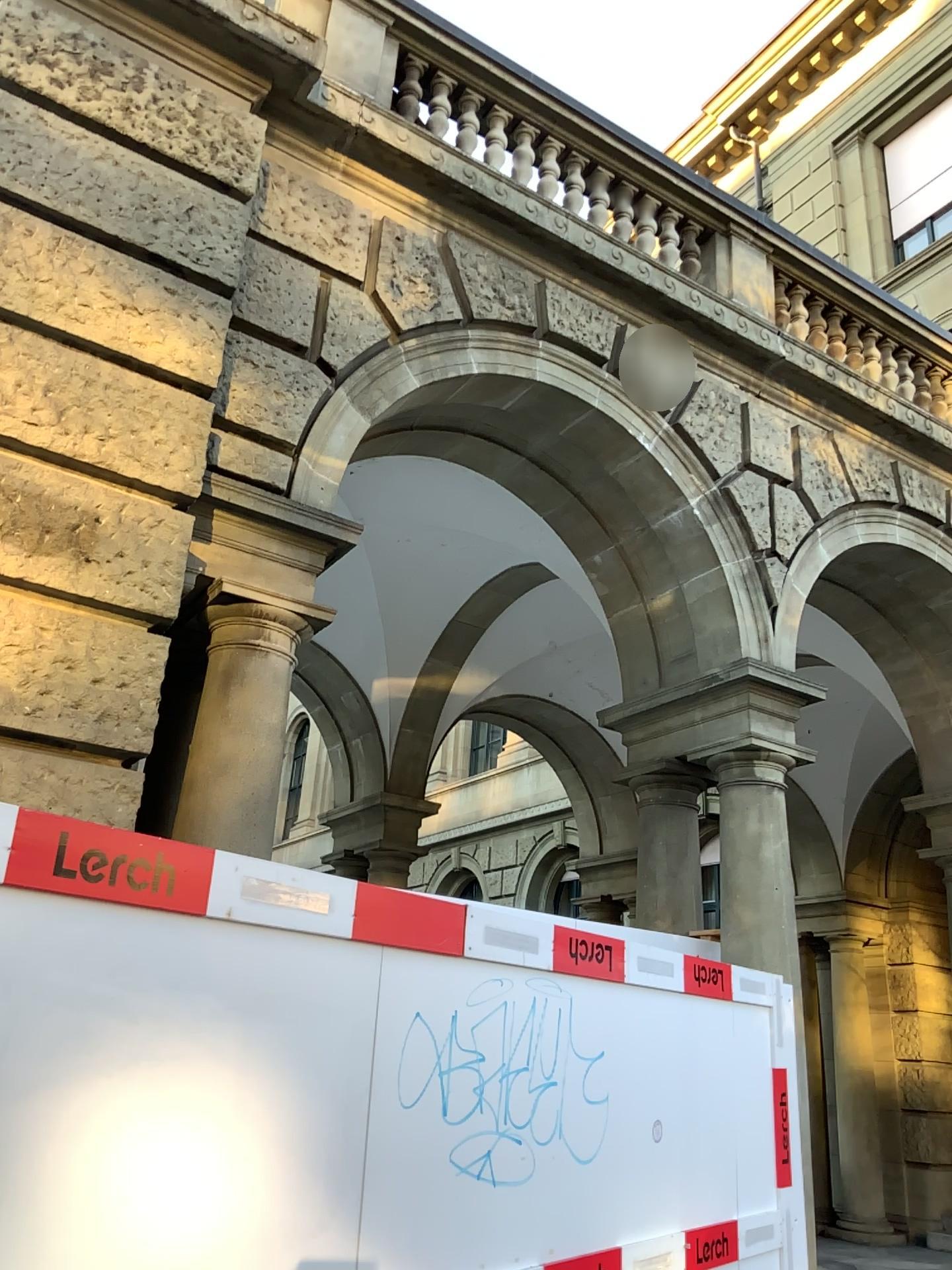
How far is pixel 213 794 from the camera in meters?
4.1 m

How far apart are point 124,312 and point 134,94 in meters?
1.1

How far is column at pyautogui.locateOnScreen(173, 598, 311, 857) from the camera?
4.1m
